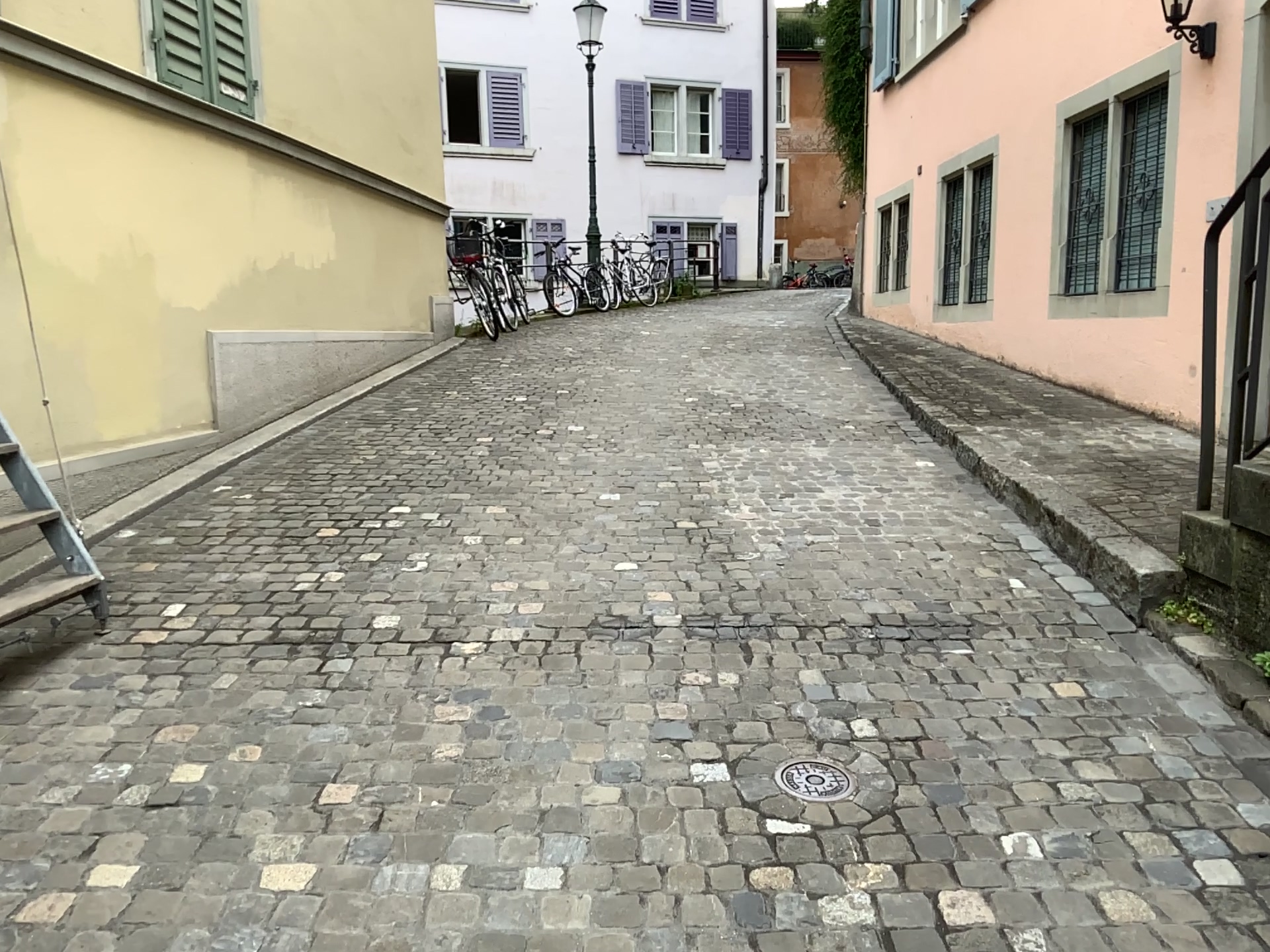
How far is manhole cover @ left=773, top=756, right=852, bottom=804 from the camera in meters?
2.4 m

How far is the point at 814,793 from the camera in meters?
2.4 m

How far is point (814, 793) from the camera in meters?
2.4

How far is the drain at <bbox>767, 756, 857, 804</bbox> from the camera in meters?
2.4

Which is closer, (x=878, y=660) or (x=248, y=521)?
(x=878, y=660)
